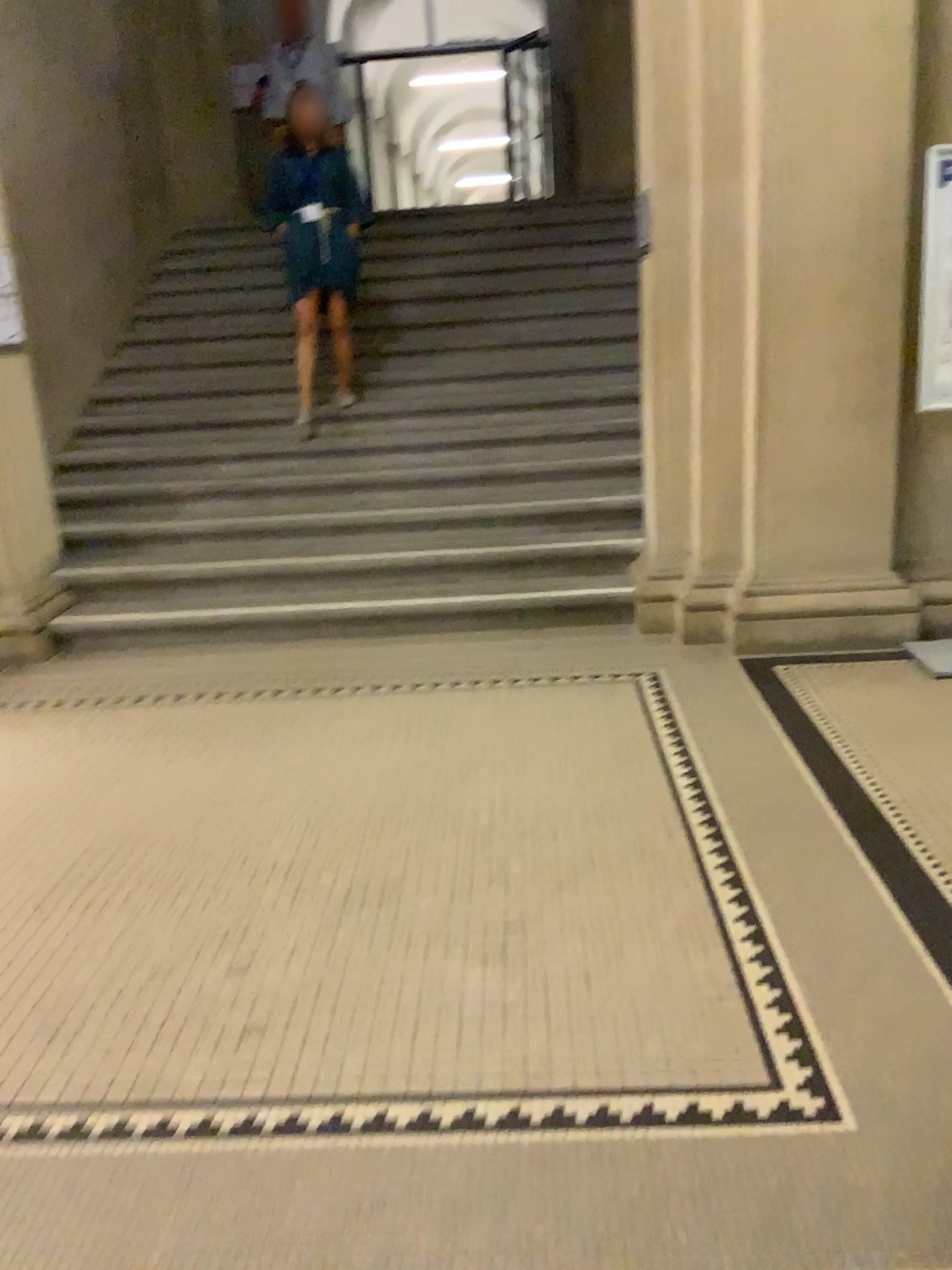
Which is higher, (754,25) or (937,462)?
(754,25)

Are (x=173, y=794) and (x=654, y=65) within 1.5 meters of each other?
no
